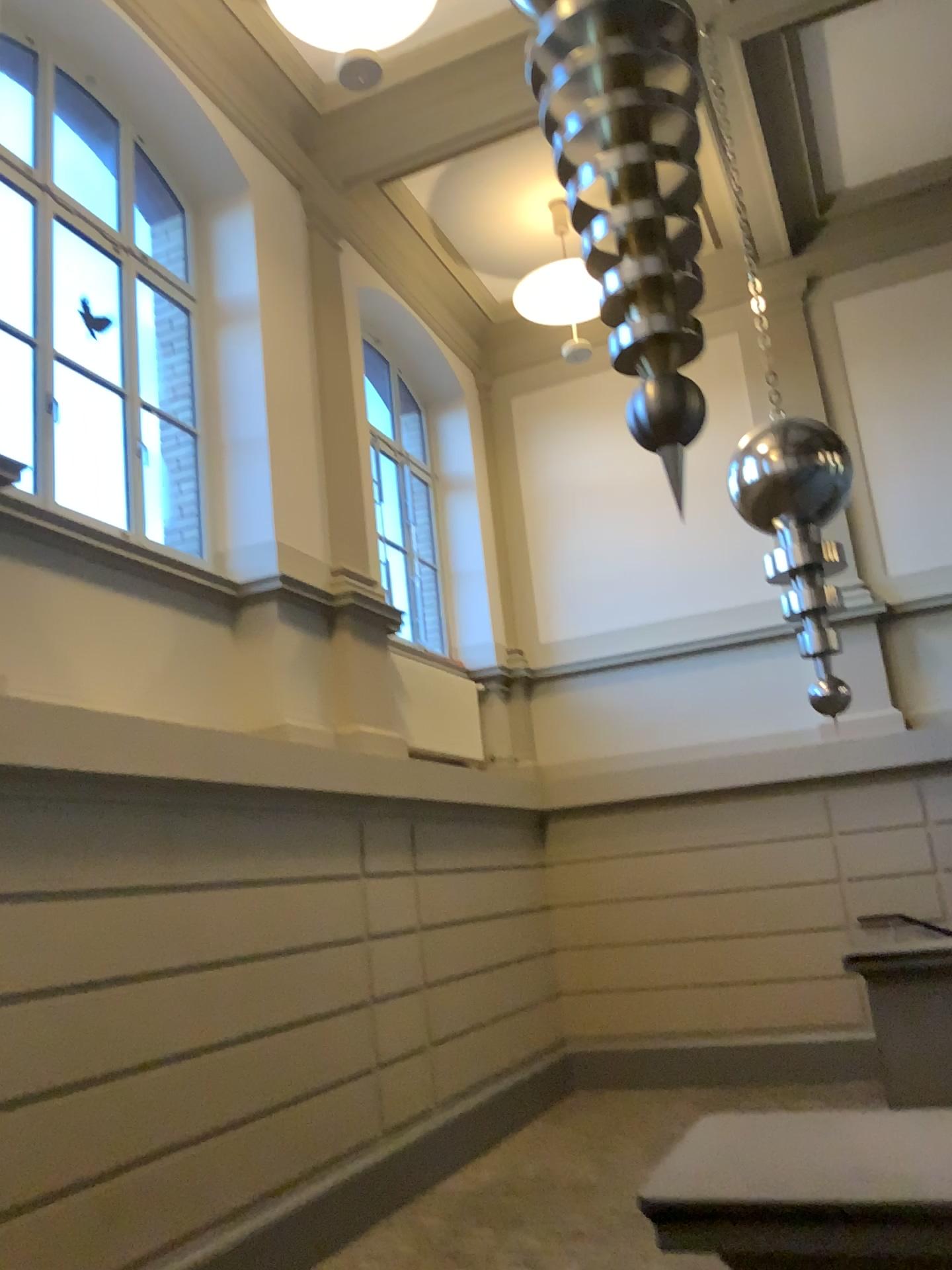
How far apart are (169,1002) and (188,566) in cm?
209
